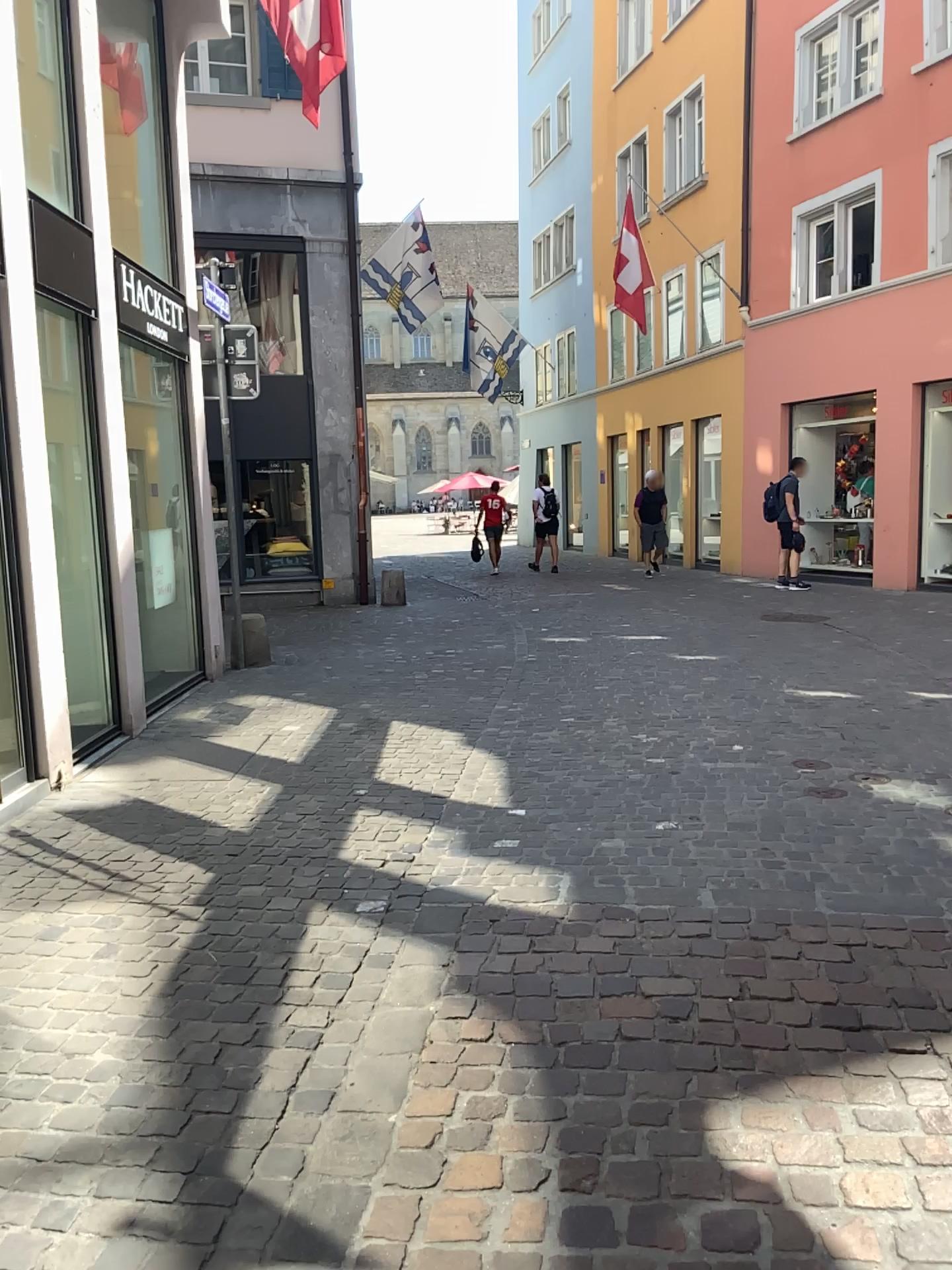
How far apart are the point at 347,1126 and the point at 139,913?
1.44m
